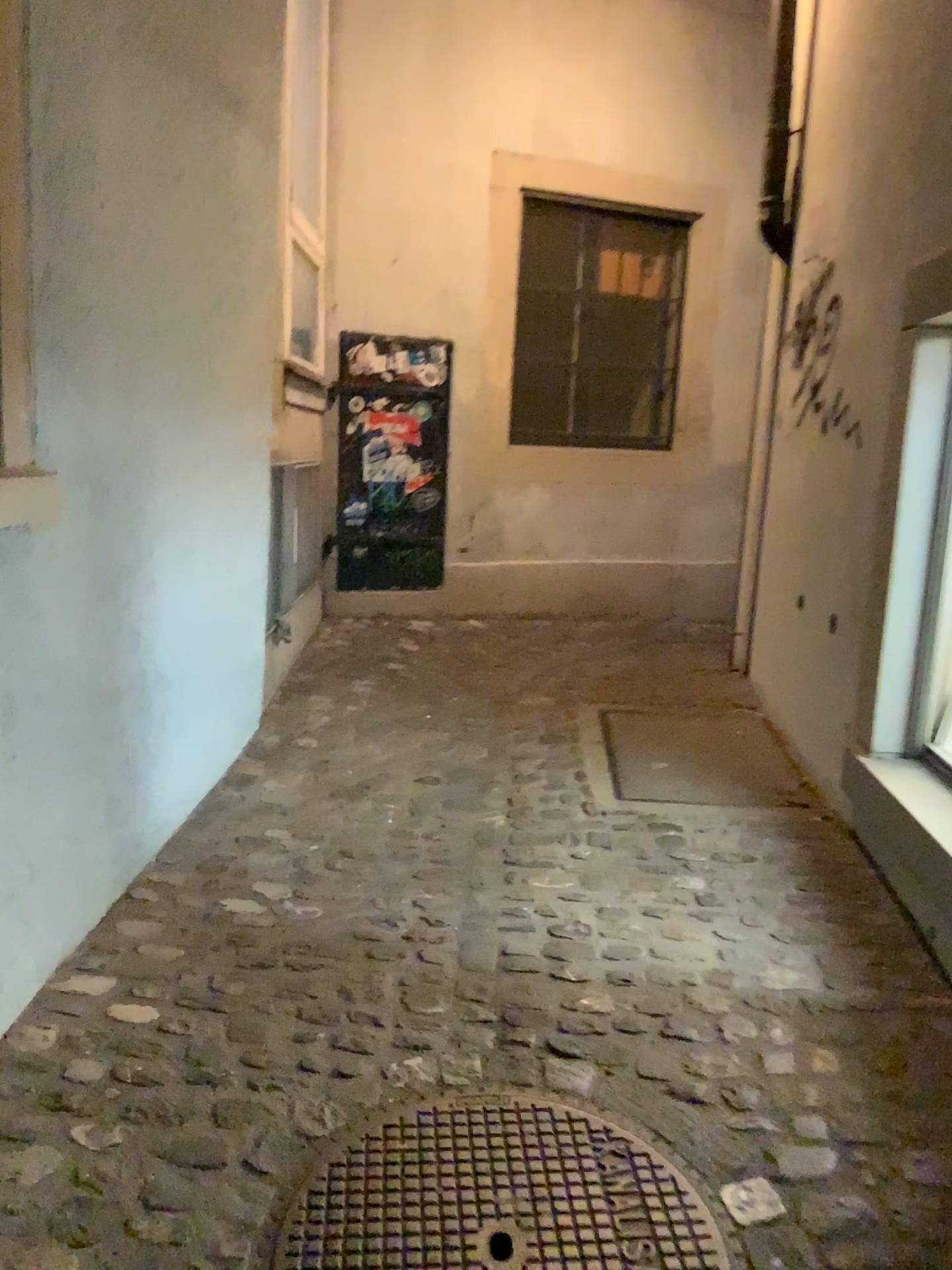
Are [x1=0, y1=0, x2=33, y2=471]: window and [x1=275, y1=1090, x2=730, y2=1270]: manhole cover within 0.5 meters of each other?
no

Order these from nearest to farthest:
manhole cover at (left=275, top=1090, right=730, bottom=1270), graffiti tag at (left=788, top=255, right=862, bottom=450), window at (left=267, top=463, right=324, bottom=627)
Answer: manhole cover at (left=275, top=1090, right=730, bottom=1270) → graffiti tag at (left=788, top=255, right=862, bottom=450) → window at (left=267, top=463, right=324, bottom=627)

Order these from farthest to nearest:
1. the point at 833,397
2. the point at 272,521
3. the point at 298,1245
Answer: the point at 272,521 < the point at 833,397 < the point at 298,1245

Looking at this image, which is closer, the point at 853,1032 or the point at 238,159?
the point at 853,1032

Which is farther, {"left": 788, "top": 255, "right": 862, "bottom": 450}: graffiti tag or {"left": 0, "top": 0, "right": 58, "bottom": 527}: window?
{"left": 788, "top": 255, "right": 862, "bottom": 450}: graffiti tag

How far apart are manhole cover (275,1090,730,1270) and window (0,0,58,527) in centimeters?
119cm

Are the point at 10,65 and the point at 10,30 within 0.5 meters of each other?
yes

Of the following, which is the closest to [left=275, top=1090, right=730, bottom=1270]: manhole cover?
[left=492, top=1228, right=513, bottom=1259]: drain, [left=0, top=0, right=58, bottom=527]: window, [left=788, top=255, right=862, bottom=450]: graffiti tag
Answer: [left=492, top=1228, right=513, bottom=1259]: drain

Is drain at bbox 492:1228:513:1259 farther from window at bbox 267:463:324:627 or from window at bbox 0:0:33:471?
window at bbox 267:463:324:627

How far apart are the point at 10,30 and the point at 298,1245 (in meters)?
2.02
